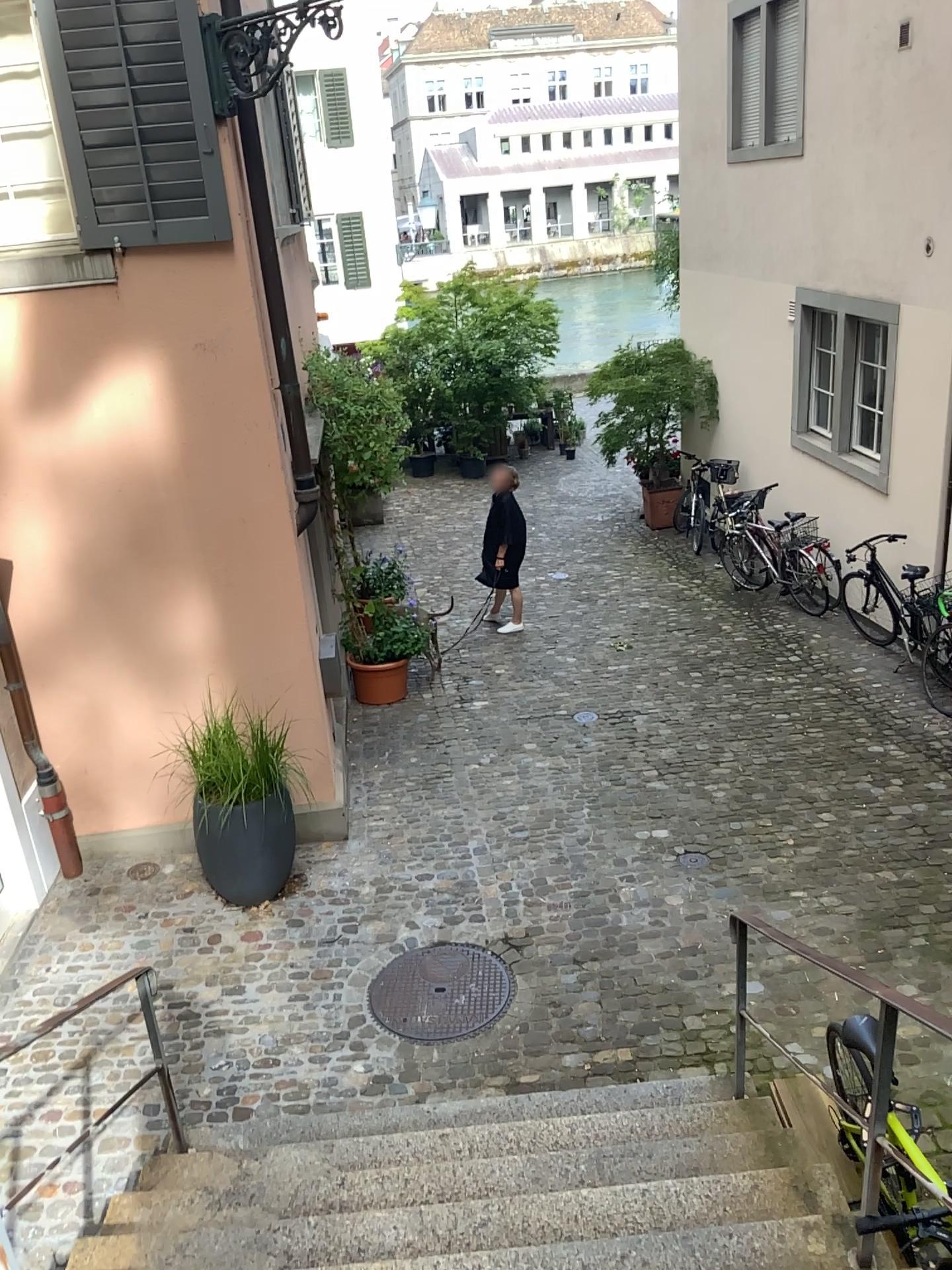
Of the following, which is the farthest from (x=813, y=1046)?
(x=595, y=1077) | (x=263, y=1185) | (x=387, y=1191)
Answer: (x=263, y=1185)
